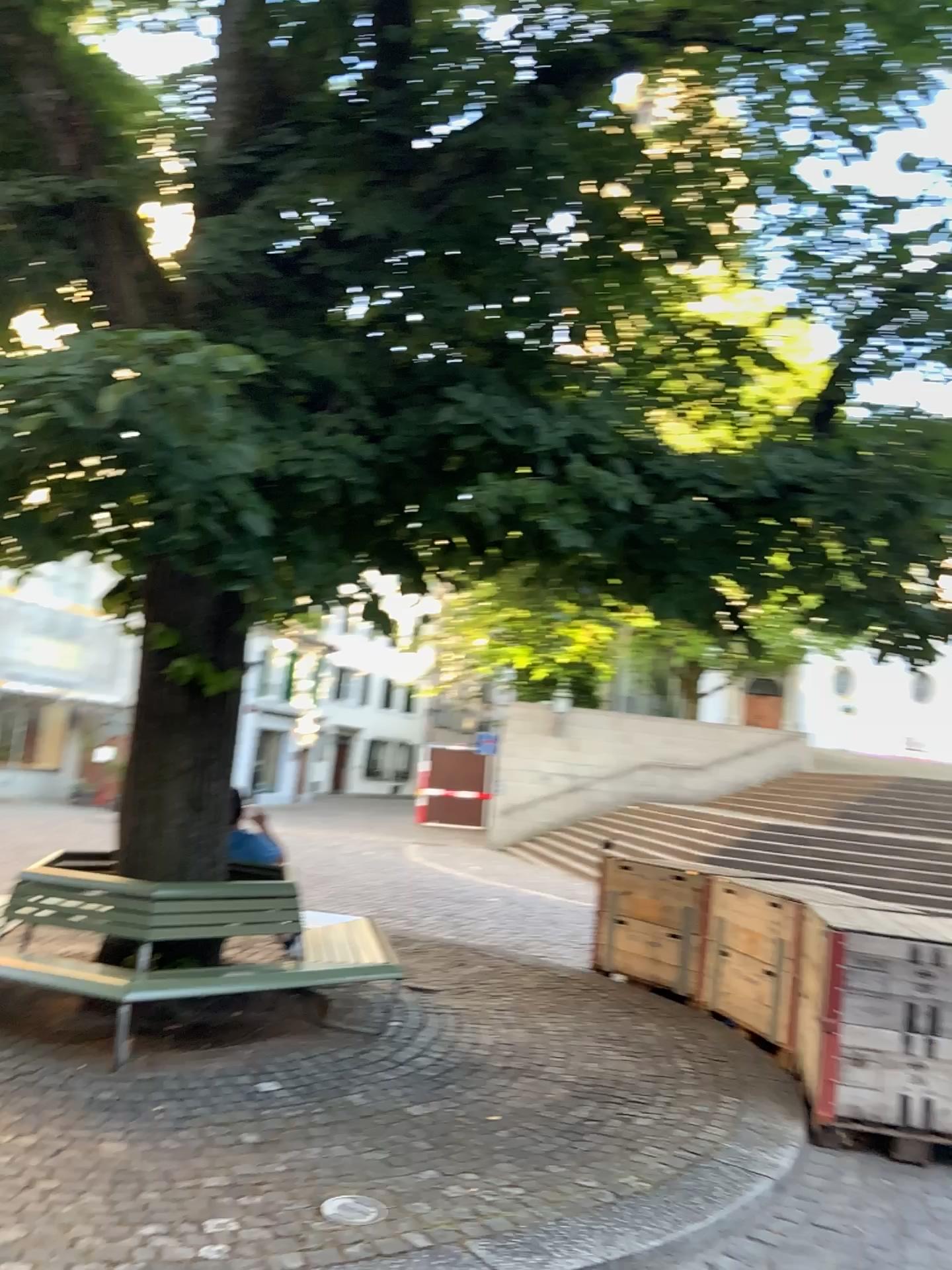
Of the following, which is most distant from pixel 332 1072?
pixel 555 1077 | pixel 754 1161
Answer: pixel 754 1161
